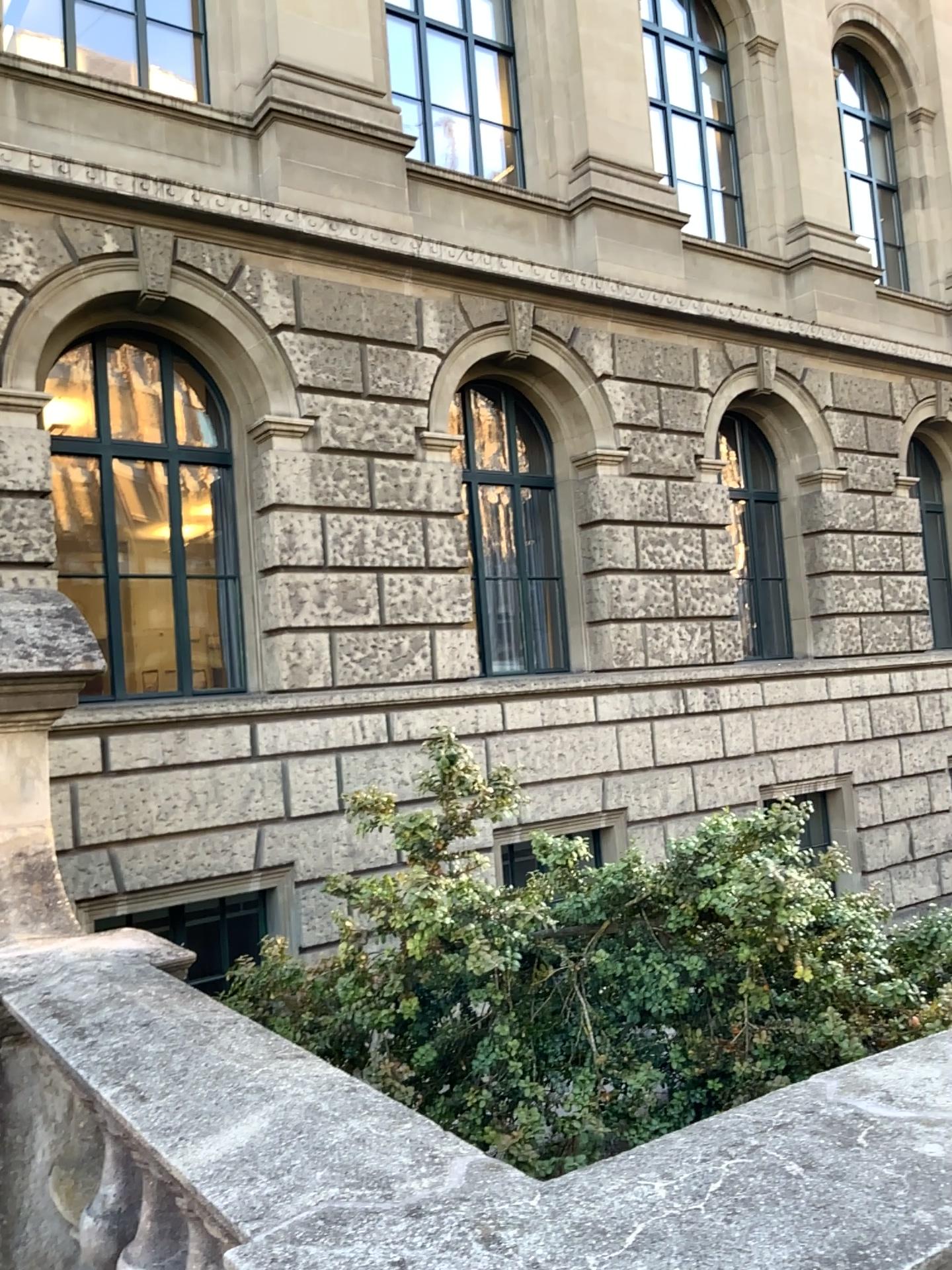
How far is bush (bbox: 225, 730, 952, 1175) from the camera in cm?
272

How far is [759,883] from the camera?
2.7m

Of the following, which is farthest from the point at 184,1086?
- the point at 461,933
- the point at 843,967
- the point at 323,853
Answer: the point at 323,853
